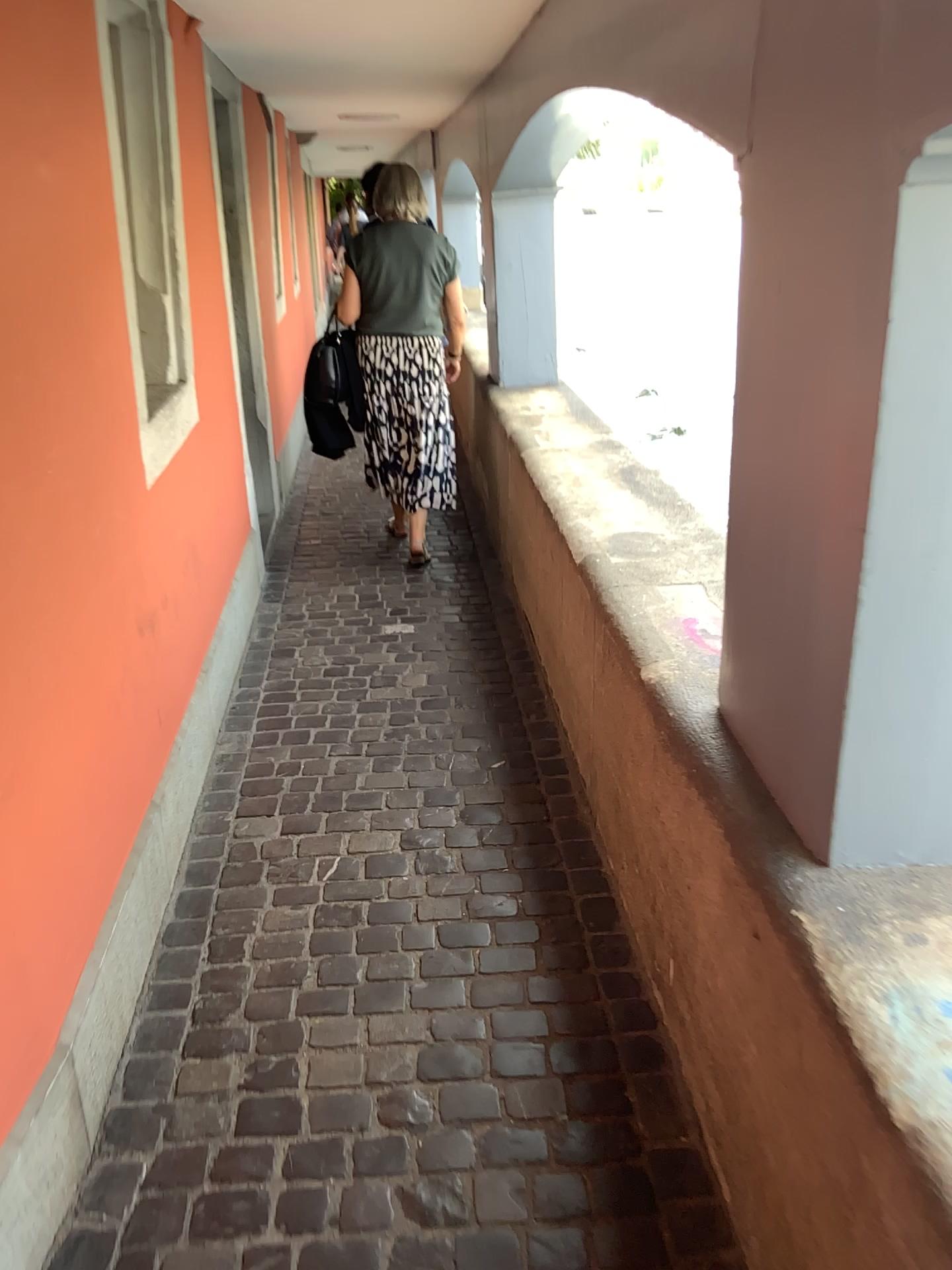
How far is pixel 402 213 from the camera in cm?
434

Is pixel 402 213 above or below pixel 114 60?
below

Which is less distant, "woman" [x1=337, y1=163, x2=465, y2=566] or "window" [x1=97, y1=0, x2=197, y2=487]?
"window" [x1=97, y1=0, x2=197, y2=487]

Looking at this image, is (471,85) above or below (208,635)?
above

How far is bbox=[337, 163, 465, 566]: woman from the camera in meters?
4.3

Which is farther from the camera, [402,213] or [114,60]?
[402,213]
